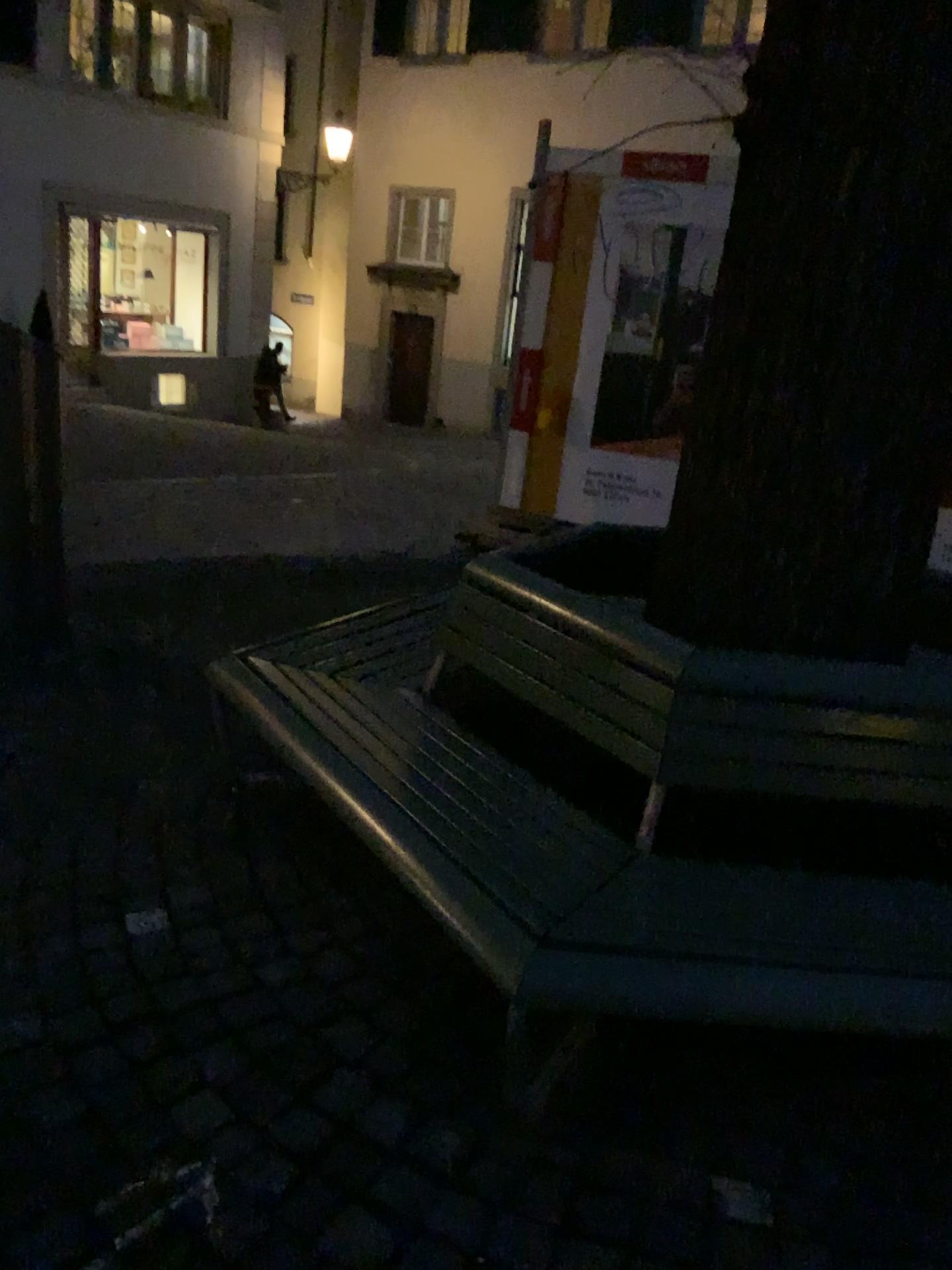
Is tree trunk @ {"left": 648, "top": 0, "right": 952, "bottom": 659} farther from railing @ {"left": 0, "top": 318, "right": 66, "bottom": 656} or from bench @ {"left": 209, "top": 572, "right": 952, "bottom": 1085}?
railing @ {"left": 0, "top": 318, "right": 66, "bottom": 656}

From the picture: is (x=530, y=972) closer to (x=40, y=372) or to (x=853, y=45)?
(x=853, y=45)

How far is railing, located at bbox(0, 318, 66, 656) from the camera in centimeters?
346cm

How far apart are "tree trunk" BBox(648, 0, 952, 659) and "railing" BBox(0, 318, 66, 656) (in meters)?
2.15

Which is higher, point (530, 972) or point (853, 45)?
point (853, 45)

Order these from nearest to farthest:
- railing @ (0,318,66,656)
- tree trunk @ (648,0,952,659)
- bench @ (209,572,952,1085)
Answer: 1. bench @ (209,572,952,1085)
2. tree trunk @ (648,0,952,659)
3. railing @ (0,318,66,656)

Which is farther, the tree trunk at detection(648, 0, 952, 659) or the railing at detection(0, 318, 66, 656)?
the railing at detection(0, 318, 66, 656)

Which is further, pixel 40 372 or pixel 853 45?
pixel 40 372

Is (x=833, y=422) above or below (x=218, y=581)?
above

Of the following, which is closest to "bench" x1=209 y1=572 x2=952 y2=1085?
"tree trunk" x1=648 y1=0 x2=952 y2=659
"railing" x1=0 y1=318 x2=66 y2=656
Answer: "tree trunk" x1=648 y1=0 x2=952 y2=659
